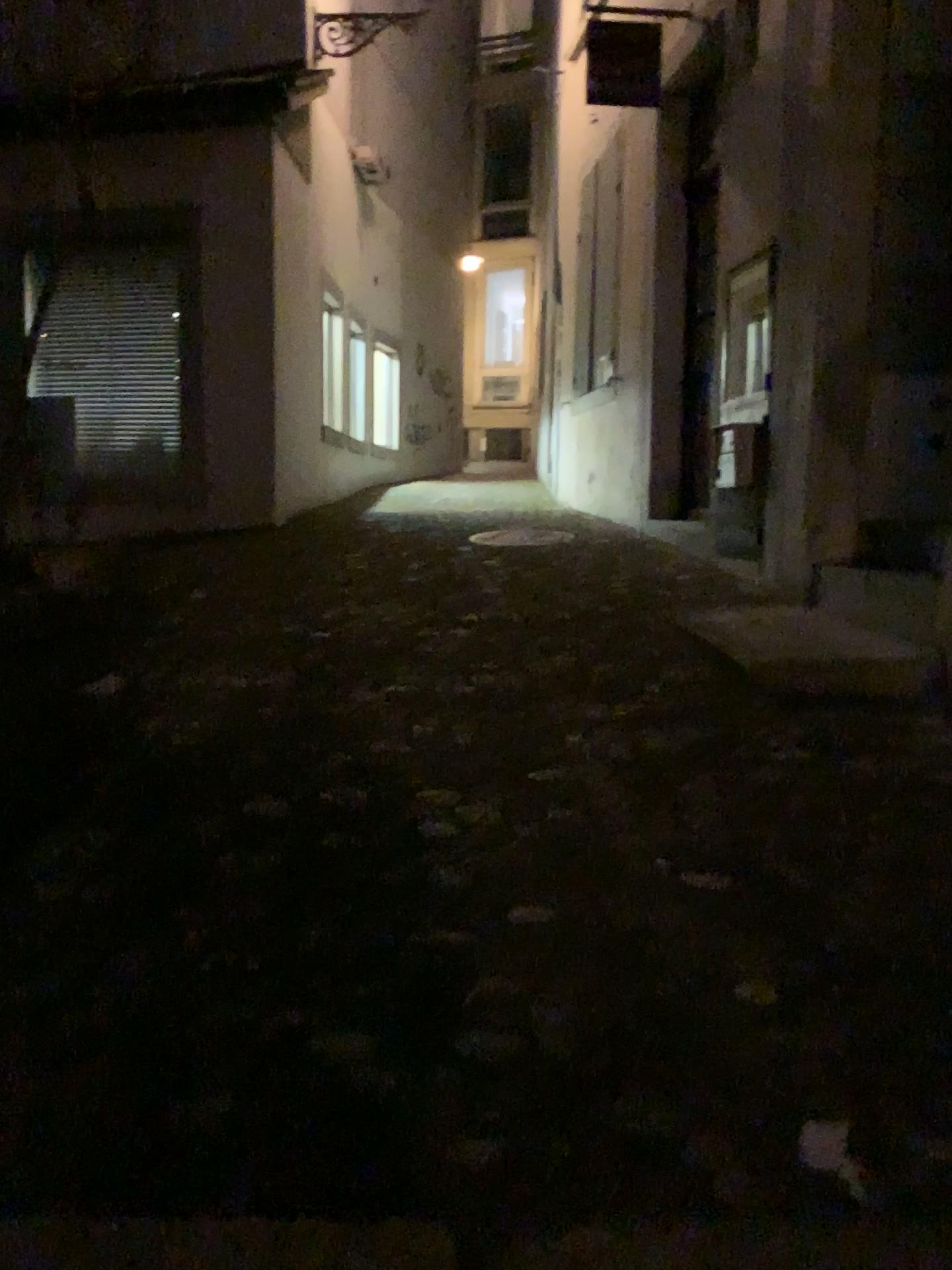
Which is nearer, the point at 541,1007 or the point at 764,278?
the point at 541,1007
